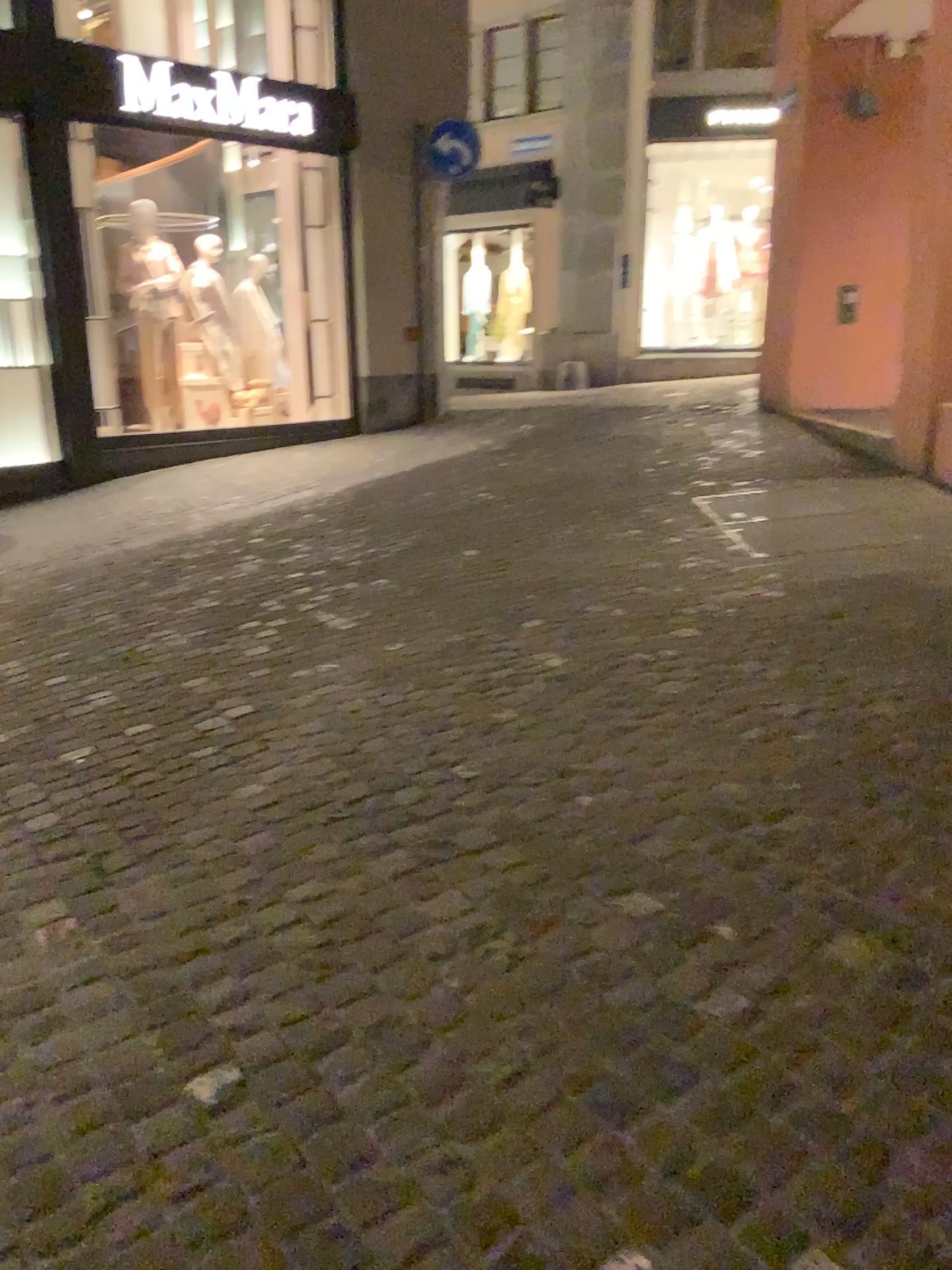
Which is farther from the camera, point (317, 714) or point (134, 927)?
point (317, 714)
